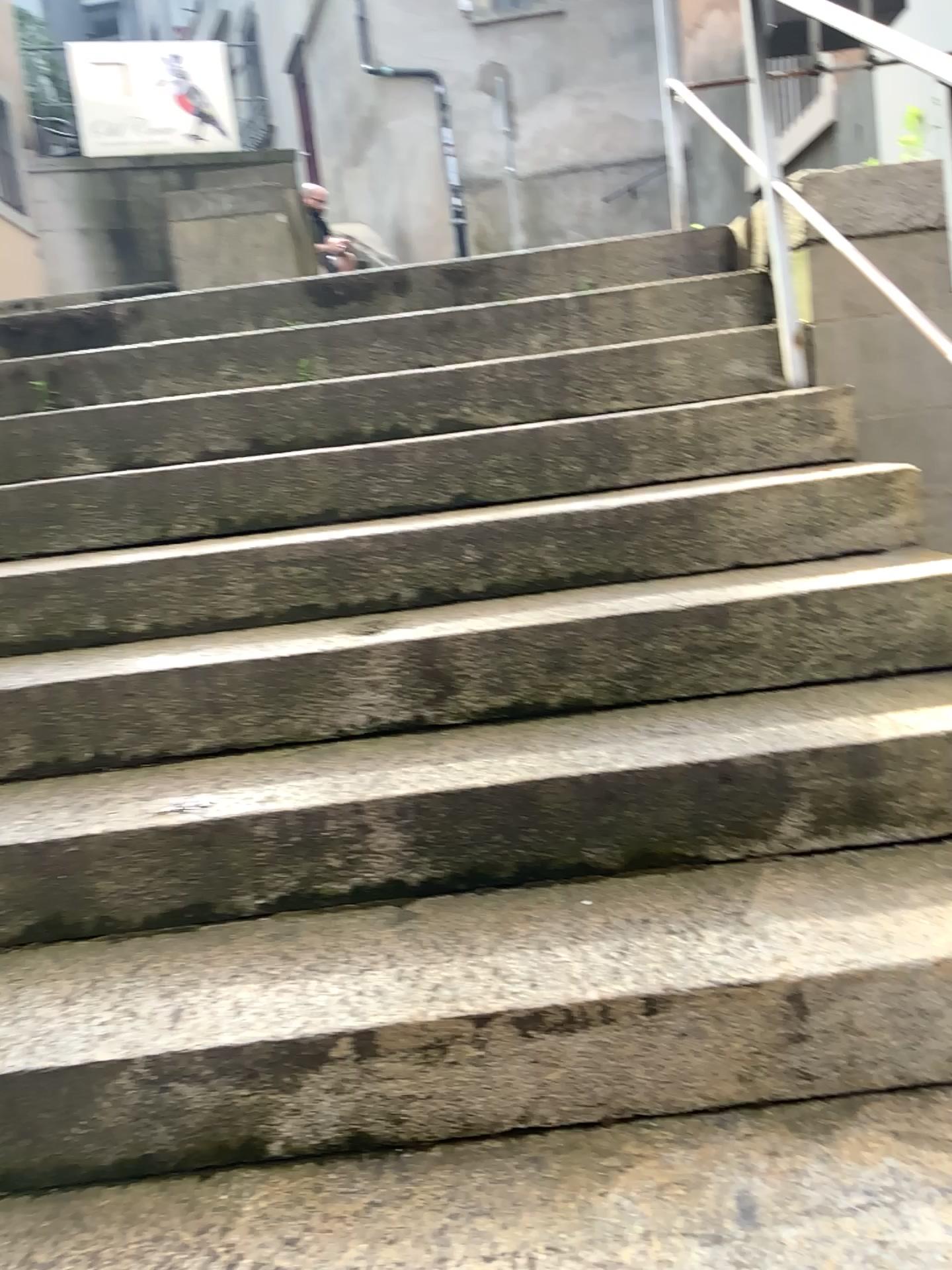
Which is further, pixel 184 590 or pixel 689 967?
pixel 184 590
